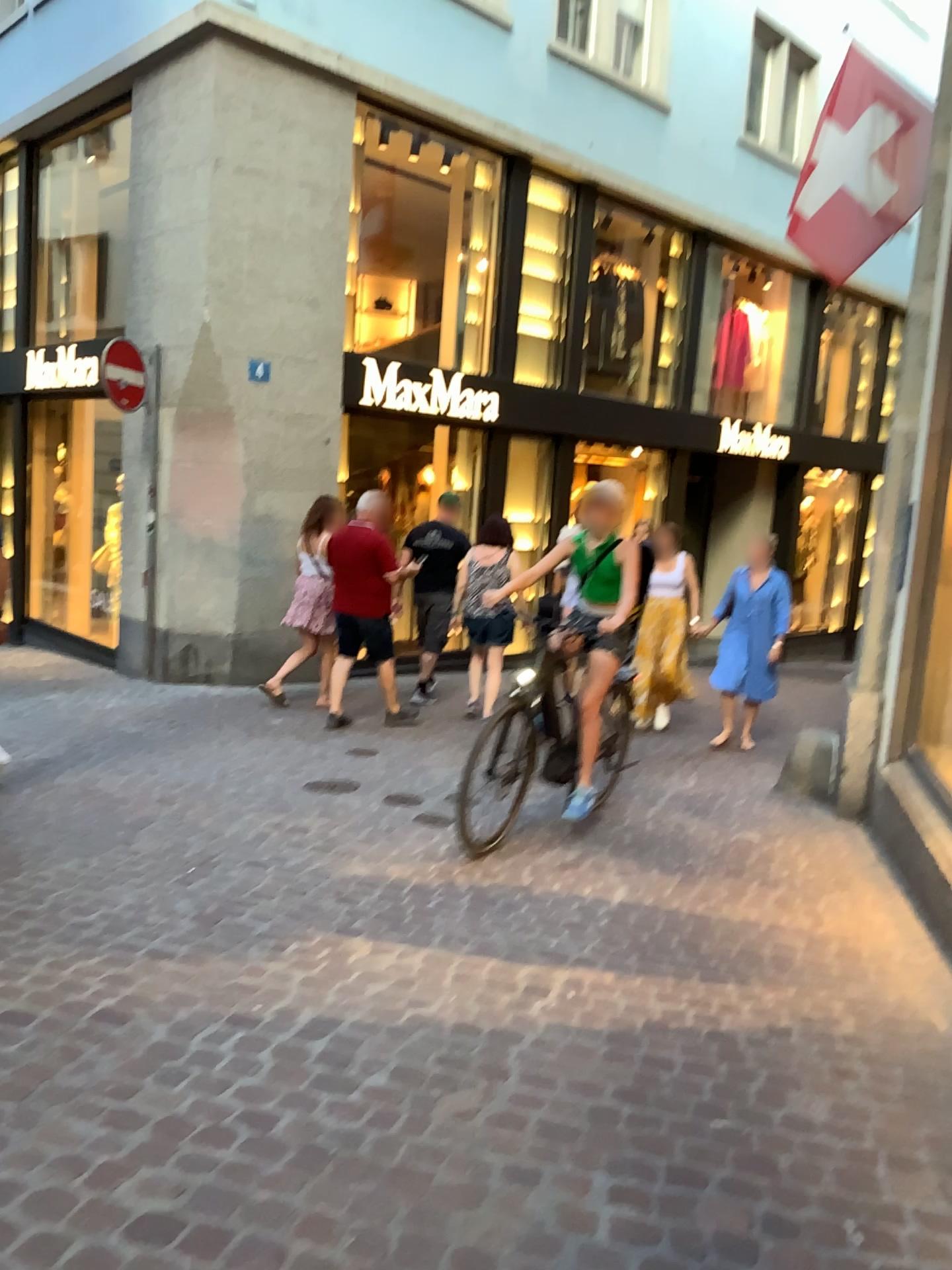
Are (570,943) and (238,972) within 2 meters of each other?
yes
